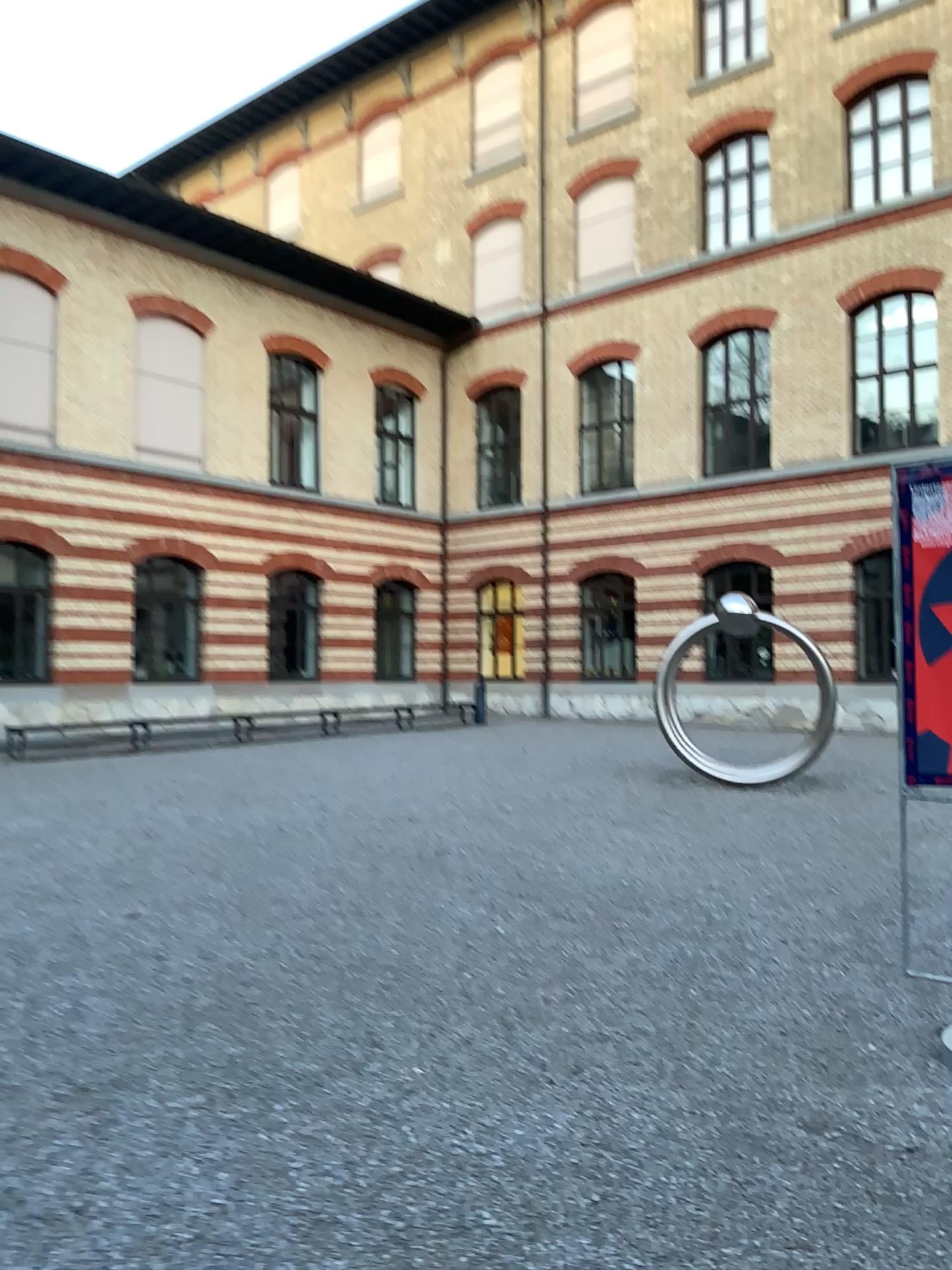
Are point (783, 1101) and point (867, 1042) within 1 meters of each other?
yes
